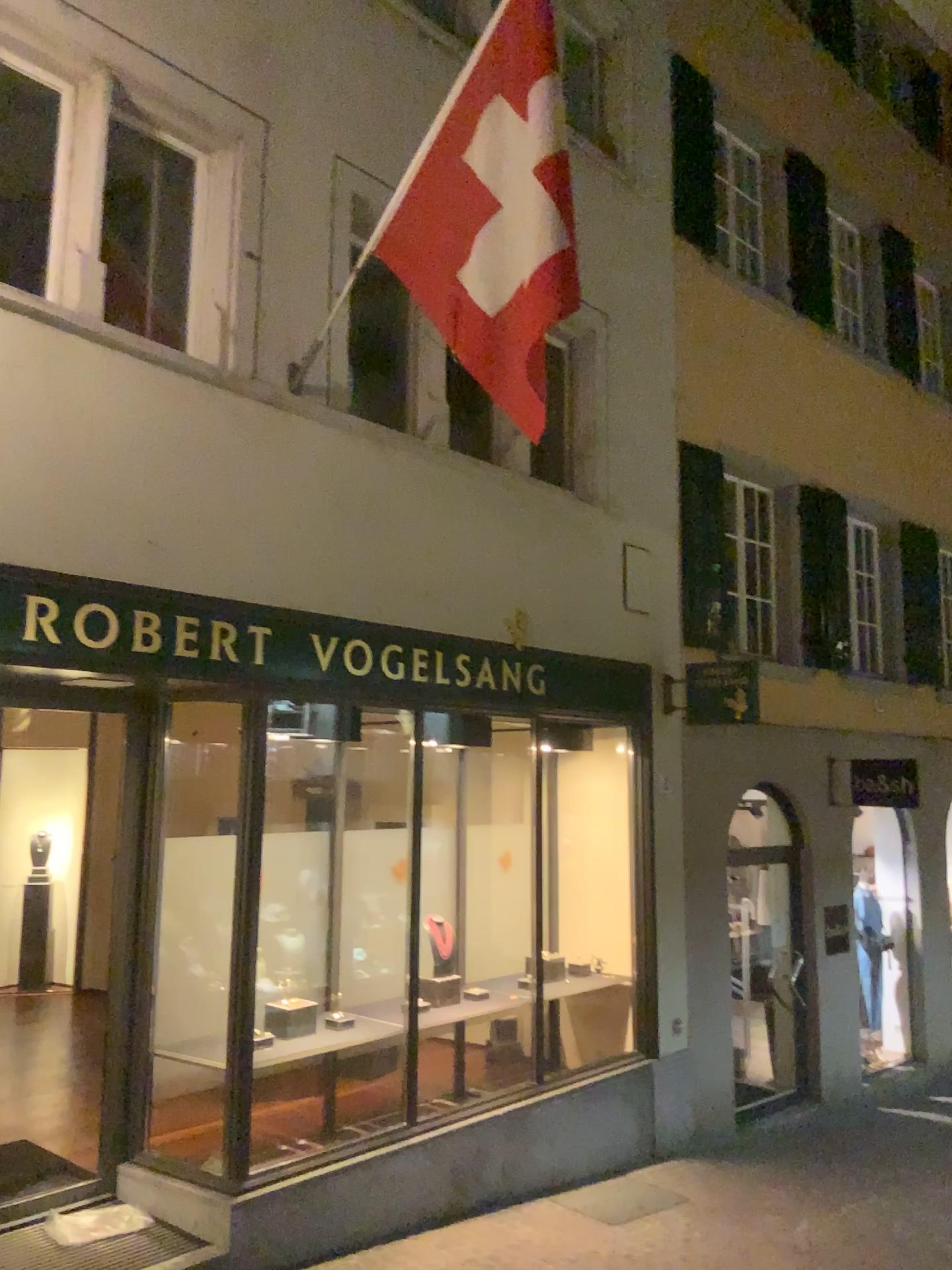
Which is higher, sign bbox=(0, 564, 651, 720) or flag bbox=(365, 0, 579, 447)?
flag bbox=(365, 0, 579, 447)

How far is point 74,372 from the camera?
4.5 meters

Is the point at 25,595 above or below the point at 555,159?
below
